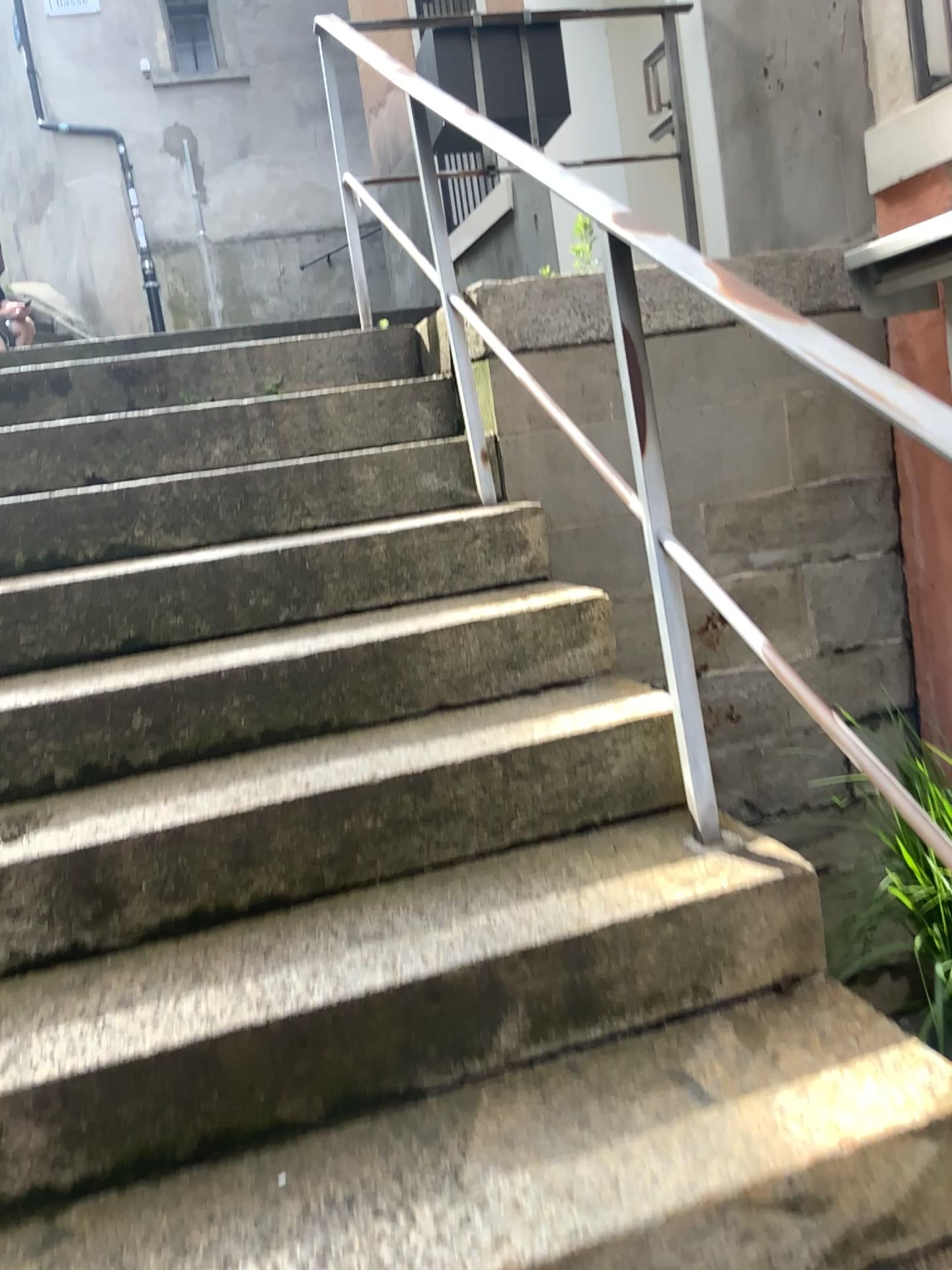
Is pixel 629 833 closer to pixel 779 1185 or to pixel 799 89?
pixel 779 1185

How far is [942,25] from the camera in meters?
2.5

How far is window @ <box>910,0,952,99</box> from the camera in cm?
246
